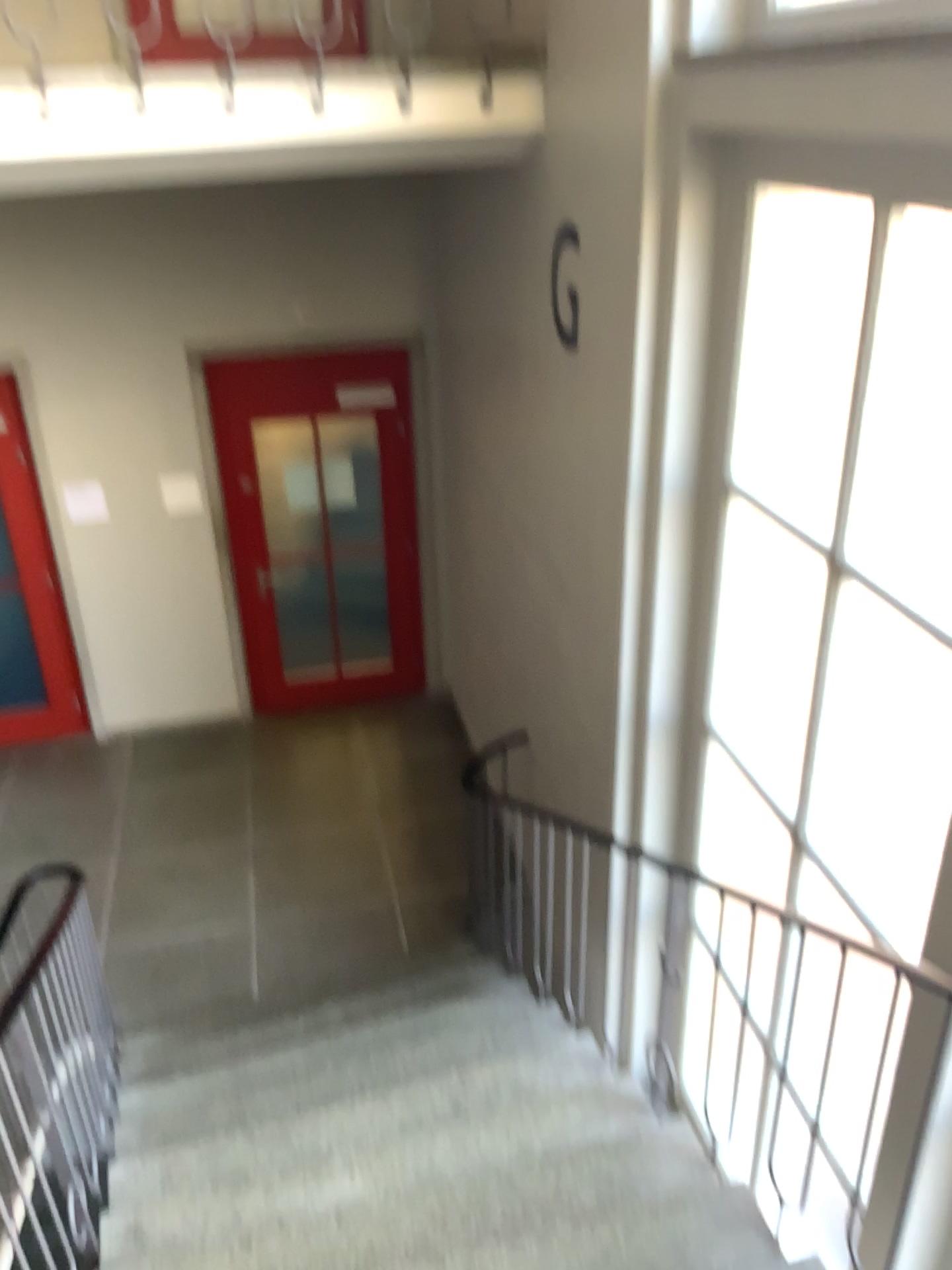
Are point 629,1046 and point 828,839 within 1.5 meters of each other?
yes
